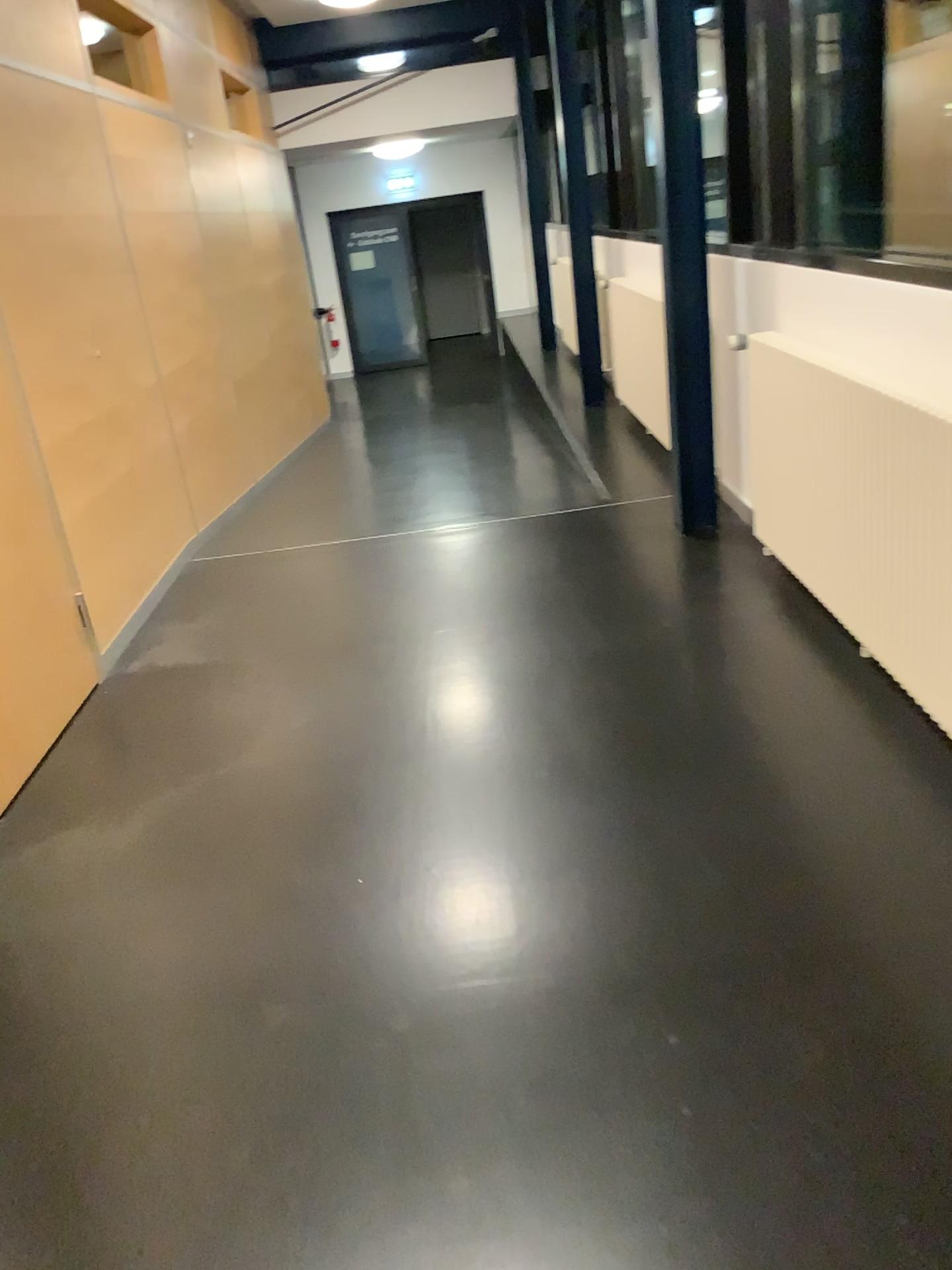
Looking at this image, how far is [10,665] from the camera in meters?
3.2

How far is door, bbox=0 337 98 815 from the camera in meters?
3.2 m

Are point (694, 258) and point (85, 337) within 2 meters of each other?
no
